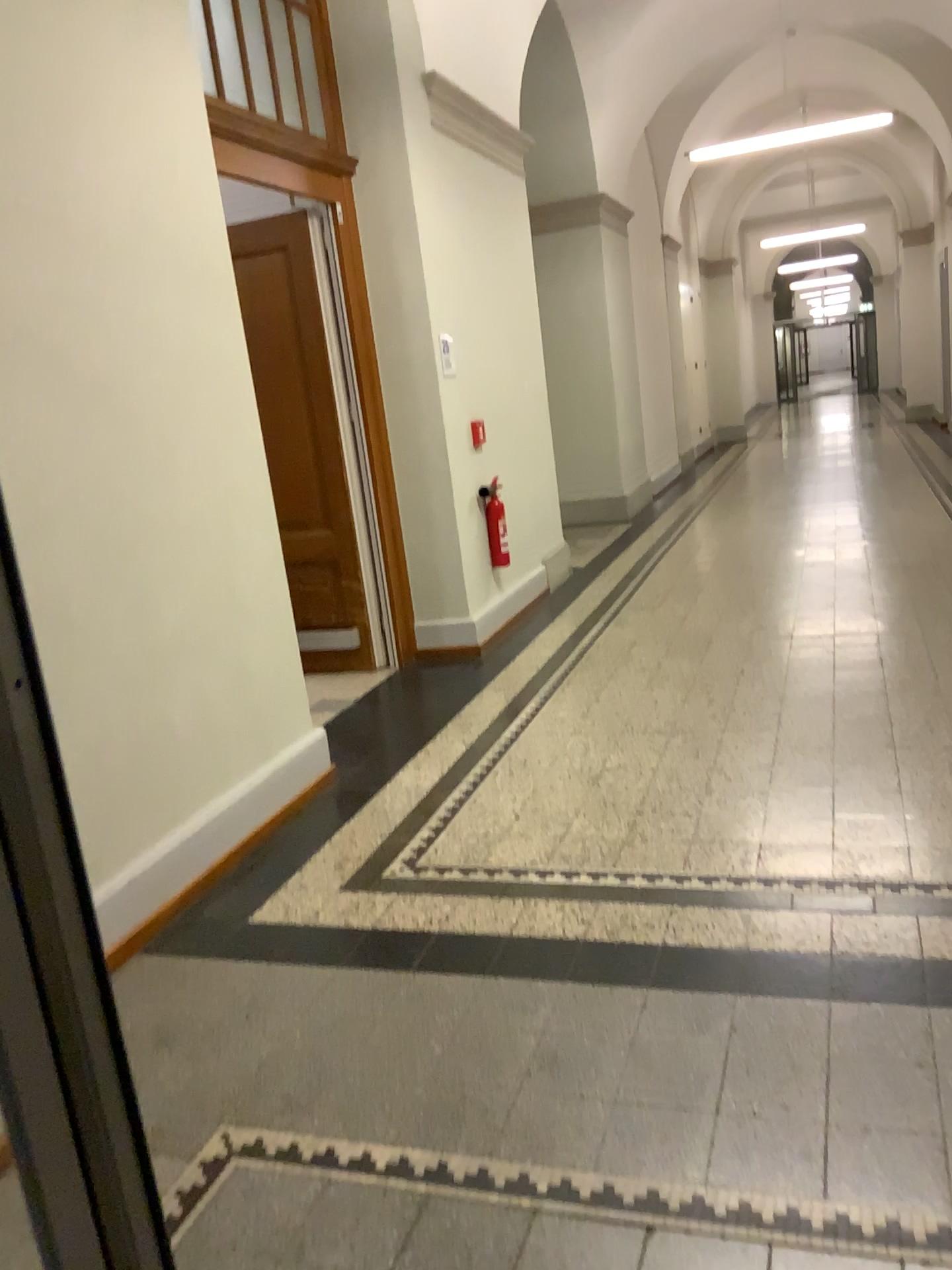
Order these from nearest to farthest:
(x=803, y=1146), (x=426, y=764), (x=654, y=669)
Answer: (x=803, y=1146)
(x=426, y=764)
(x=654, y=669)
